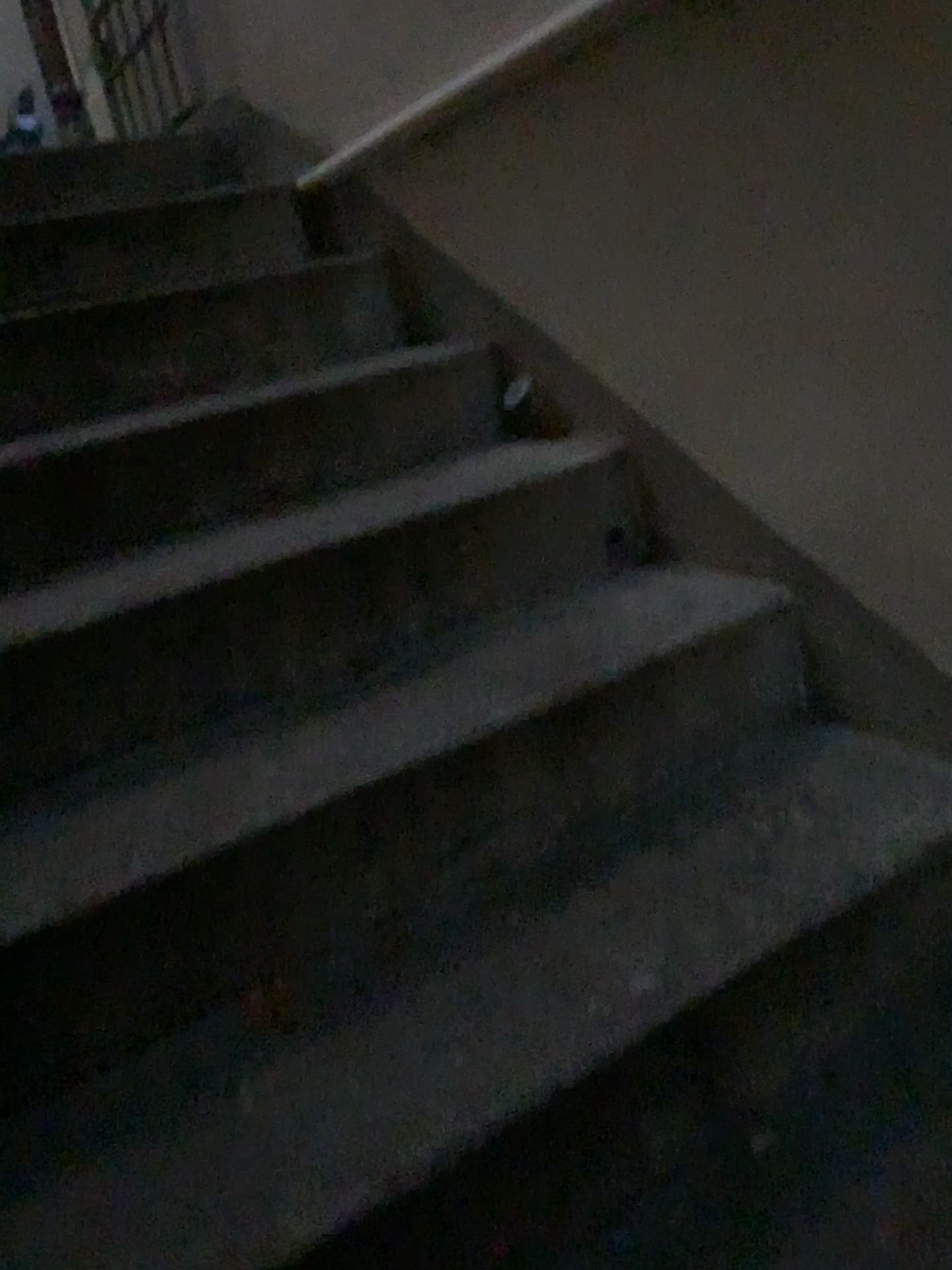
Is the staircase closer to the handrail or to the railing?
the handrail

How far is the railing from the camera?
2.8 meters

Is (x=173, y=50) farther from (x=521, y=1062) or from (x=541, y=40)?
(x=521, y=1062)

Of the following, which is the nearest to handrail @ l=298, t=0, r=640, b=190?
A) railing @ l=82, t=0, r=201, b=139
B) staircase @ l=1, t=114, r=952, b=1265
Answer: staircase @ l=1, t=114, r=952, b=1265

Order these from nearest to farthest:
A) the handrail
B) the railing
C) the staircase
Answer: the staircase → the handrail → the railing

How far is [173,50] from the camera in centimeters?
280cm

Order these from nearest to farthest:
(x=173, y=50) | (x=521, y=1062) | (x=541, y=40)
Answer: (x=521, y=1062)
(x=541, y=40)
(x=173, y=50)

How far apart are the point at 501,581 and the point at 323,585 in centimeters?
28cm

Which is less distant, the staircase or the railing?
the staircase

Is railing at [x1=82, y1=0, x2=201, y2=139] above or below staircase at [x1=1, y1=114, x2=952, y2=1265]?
above
